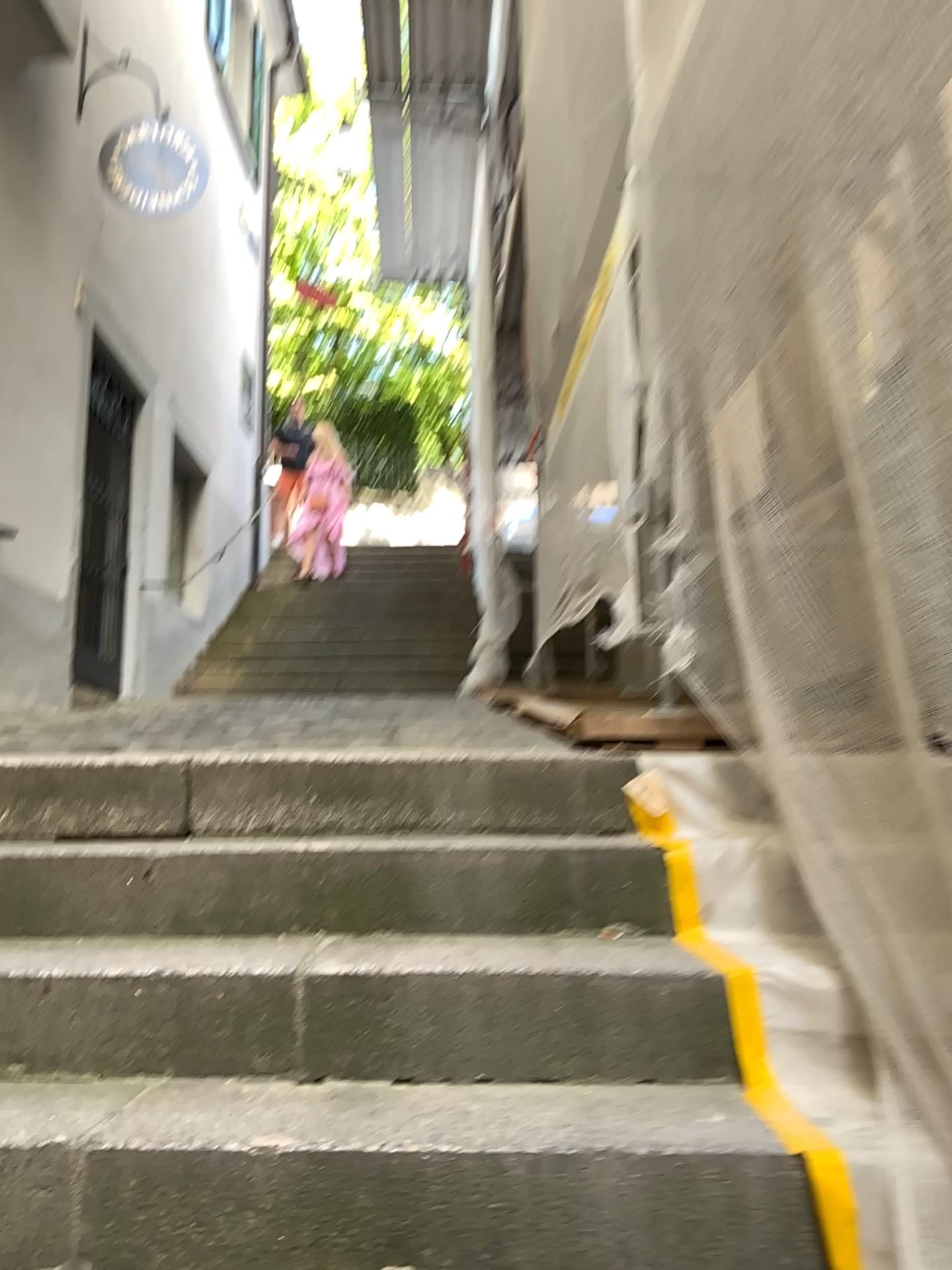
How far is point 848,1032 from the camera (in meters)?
1.60
